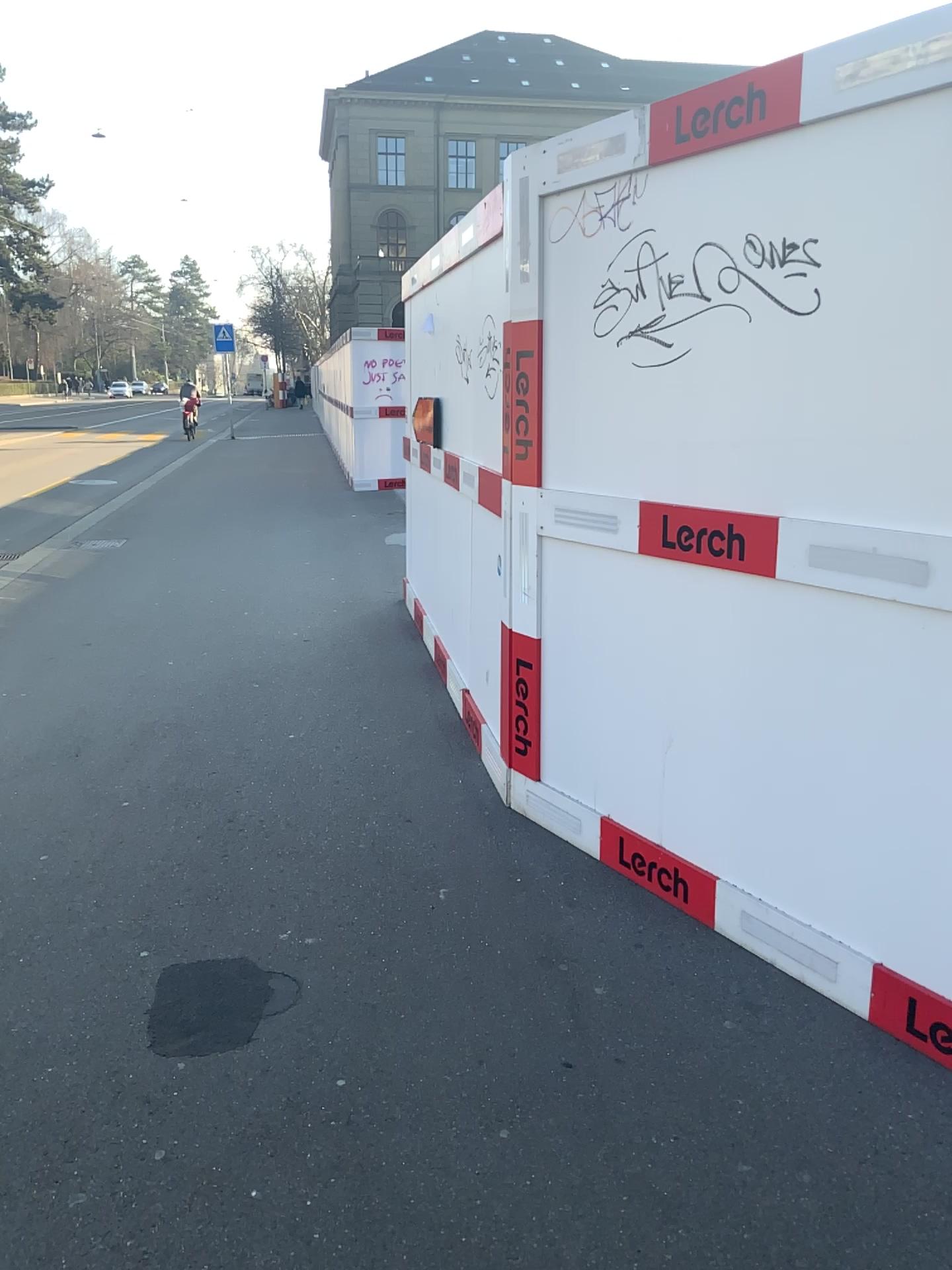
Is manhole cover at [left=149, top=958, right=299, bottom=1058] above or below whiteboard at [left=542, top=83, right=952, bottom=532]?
below

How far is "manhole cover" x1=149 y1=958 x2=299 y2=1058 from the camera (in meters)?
2.39

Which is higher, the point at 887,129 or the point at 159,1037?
the point at 887,129

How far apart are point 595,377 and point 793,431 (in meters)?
0.76

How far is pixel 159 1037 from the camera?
2.4m
